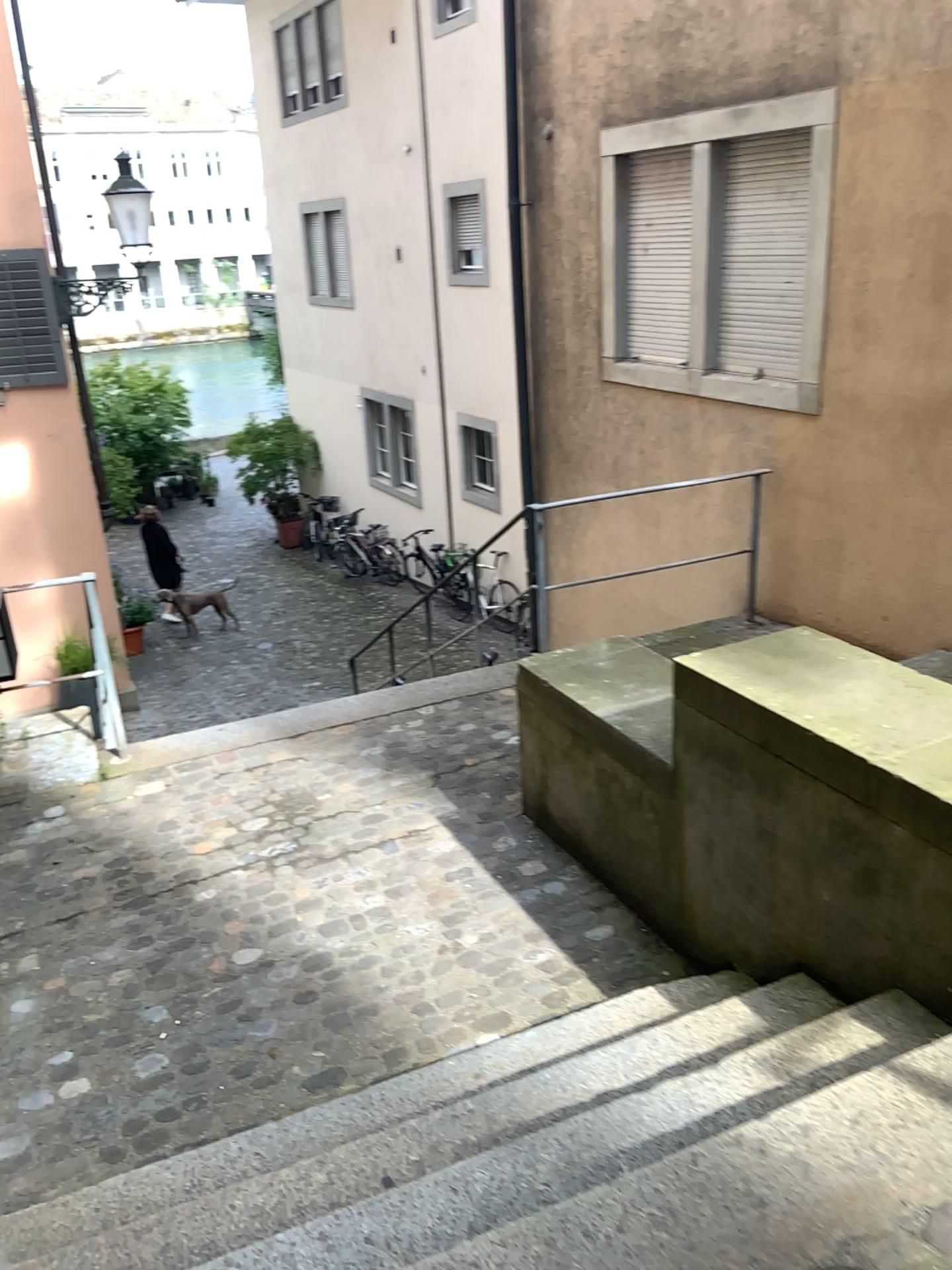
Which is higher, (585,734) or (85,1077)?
(585,734)
